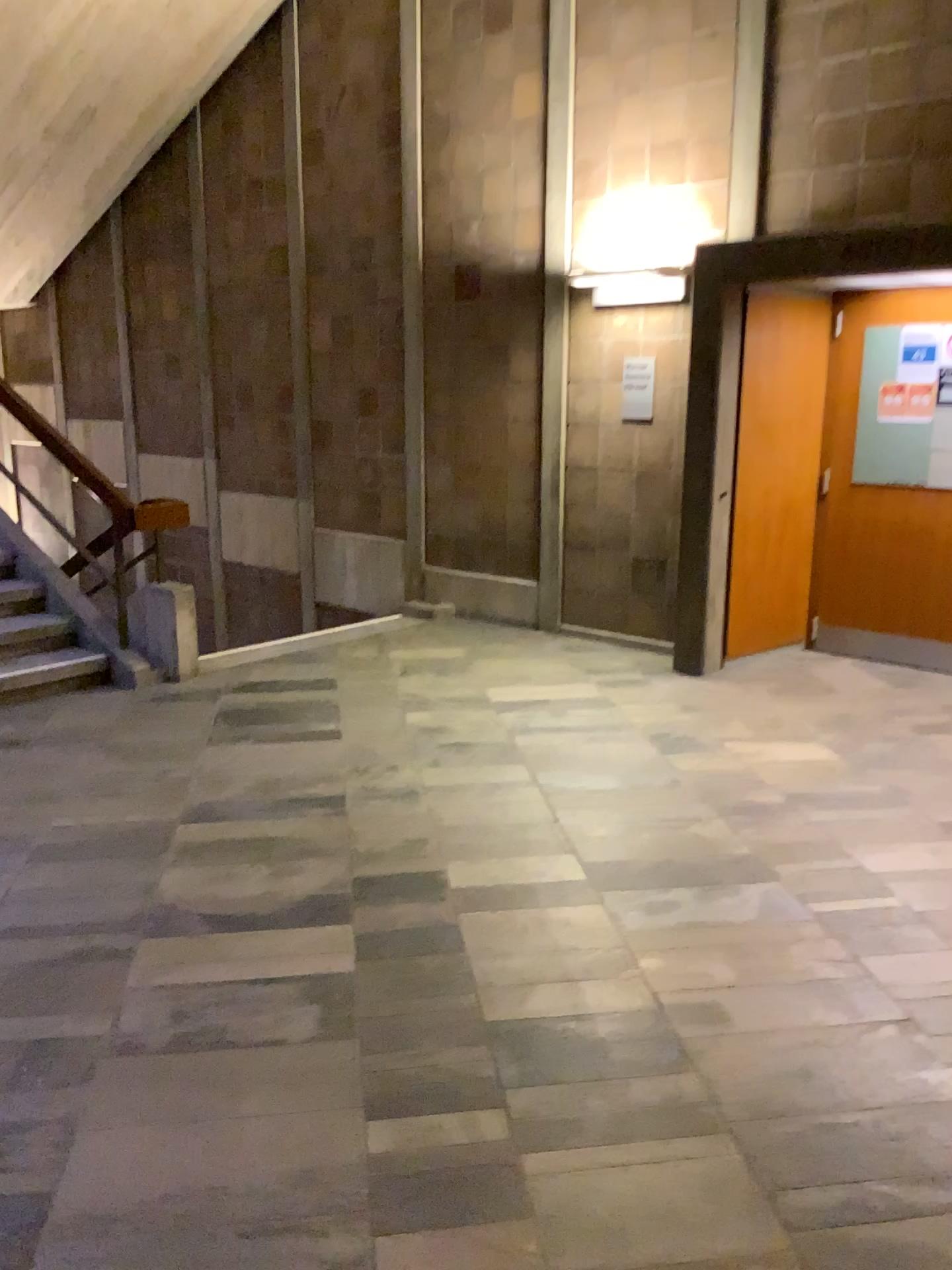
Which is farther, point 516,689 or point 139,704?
point 516,689
